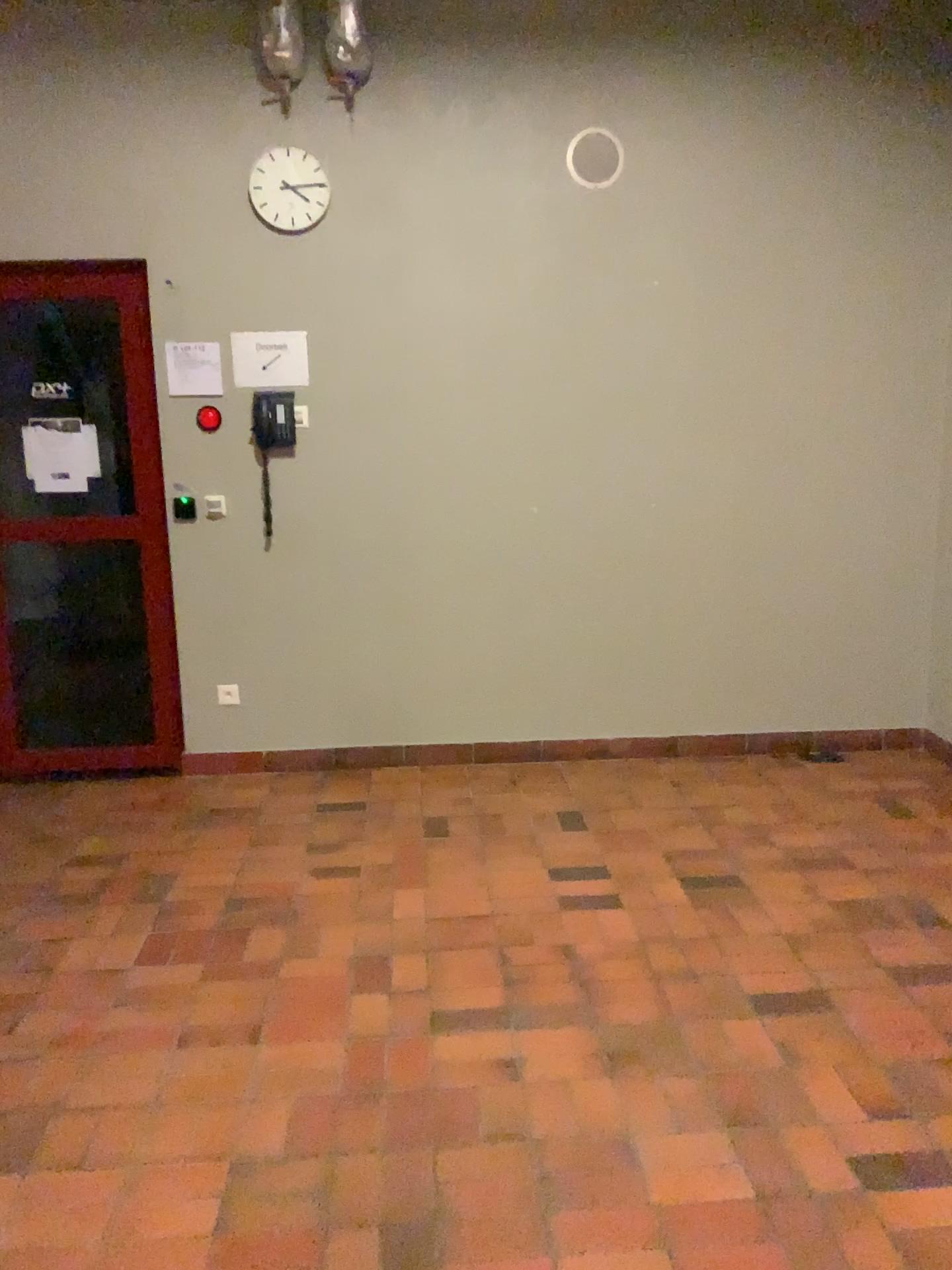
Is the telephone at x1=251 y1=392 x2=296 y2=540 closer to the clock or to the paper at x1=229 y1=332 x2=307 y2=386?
the paper at x1=229 y1=332 x2=307 y2=386

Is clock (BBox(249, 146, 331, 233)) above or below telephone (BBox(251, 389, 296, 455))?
above

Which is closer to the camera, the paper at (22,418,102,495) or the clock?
the clock

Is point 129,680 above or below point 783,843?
above

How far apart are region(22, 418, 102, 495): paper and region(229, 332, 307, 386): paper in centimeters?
72cm

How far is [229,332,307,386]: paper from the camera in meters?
4.2 m

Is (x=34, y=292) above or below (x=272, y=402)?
above

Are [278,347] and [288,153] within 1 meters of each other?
yes

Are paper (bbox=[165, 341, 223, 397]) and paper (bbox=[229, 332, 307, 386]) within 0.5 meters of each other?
yes

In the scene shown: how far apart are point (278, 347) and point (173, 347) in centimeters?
42cm
